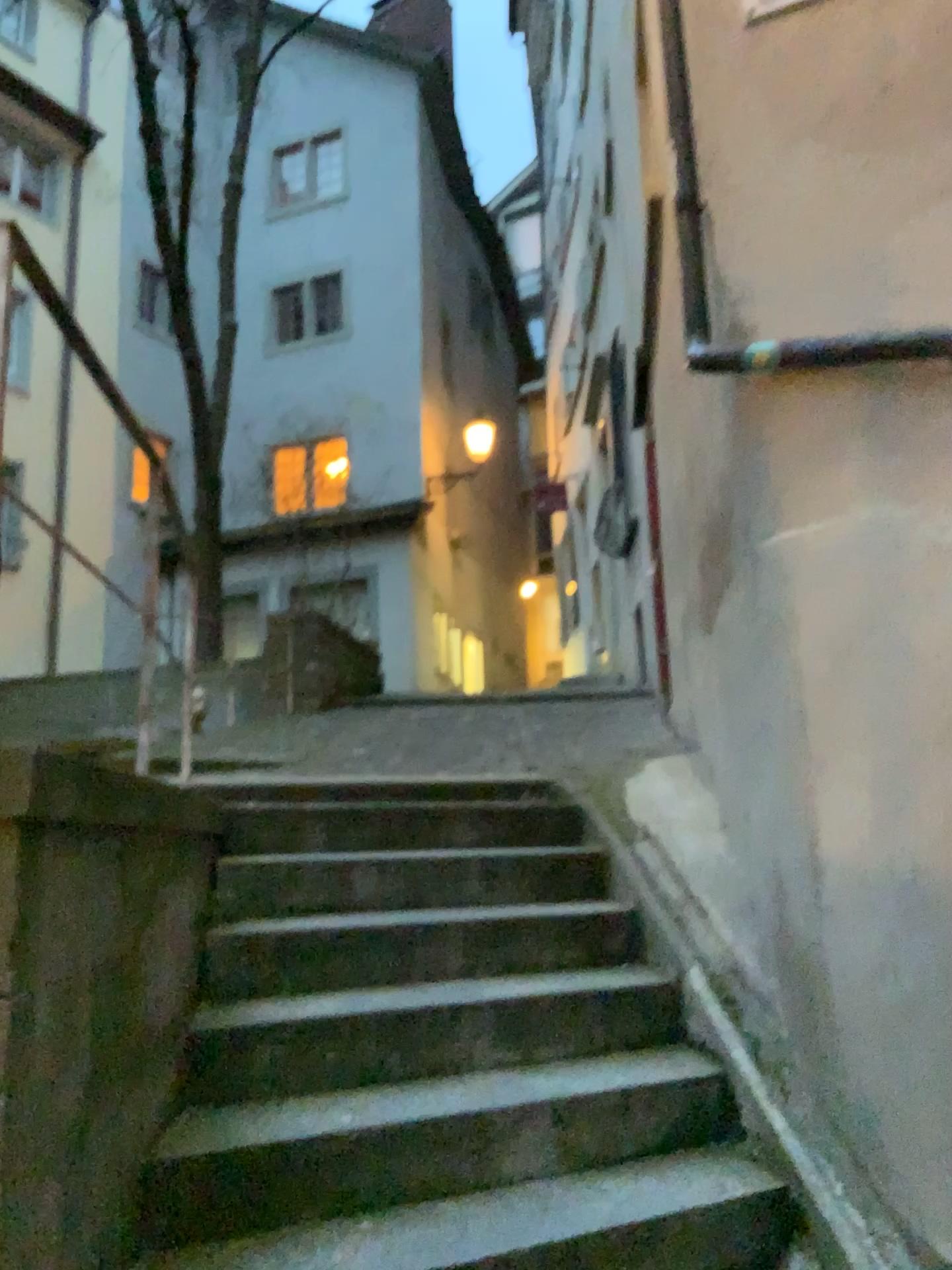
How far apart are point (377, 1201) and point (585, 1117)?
0.60m
